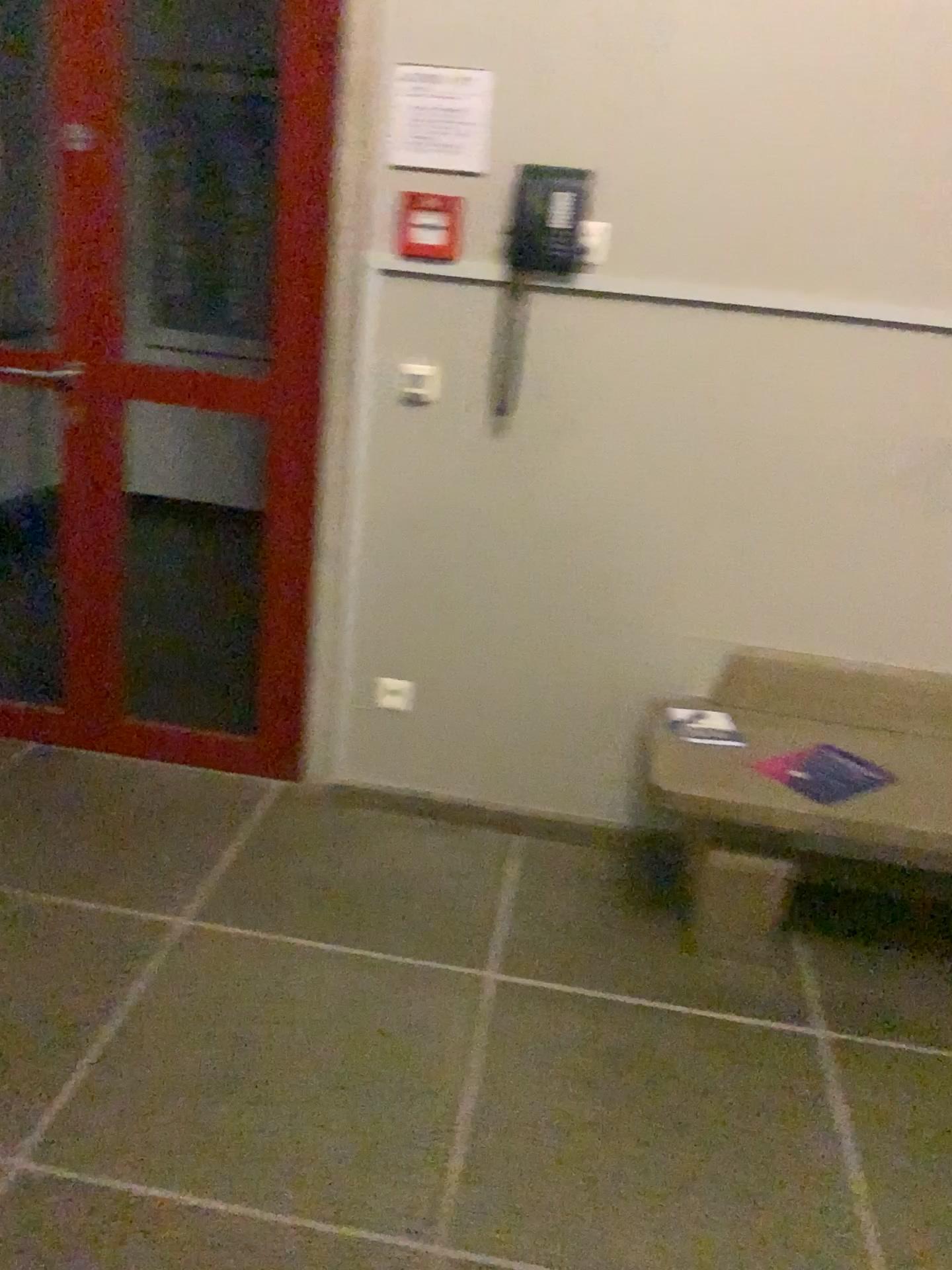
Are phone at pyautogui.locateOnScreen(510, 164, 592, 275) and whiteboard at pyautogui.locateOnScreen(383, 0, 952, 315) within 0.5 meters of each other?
yes

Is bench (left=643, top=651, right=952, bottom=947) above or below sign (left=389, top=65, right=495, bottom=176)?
below

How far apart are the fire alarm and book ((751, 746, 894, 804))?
1.35m

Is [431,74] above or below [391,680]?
above

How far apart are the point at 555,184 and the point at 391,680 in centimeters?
126cm

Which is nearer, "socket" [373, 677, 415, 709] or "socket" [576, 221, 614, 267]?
"socket" [576, 221, 614, 267]

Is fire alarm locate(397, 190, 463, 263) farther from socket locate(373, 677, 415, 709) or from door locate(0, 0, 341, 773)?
socket locate(373, 677, 415, 709)

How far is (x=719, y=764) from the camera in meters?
2.3 m

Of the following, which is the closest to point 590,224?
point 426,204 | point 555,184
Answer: point 555,184

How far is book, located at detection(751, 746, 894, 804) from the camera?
2.2 meters
